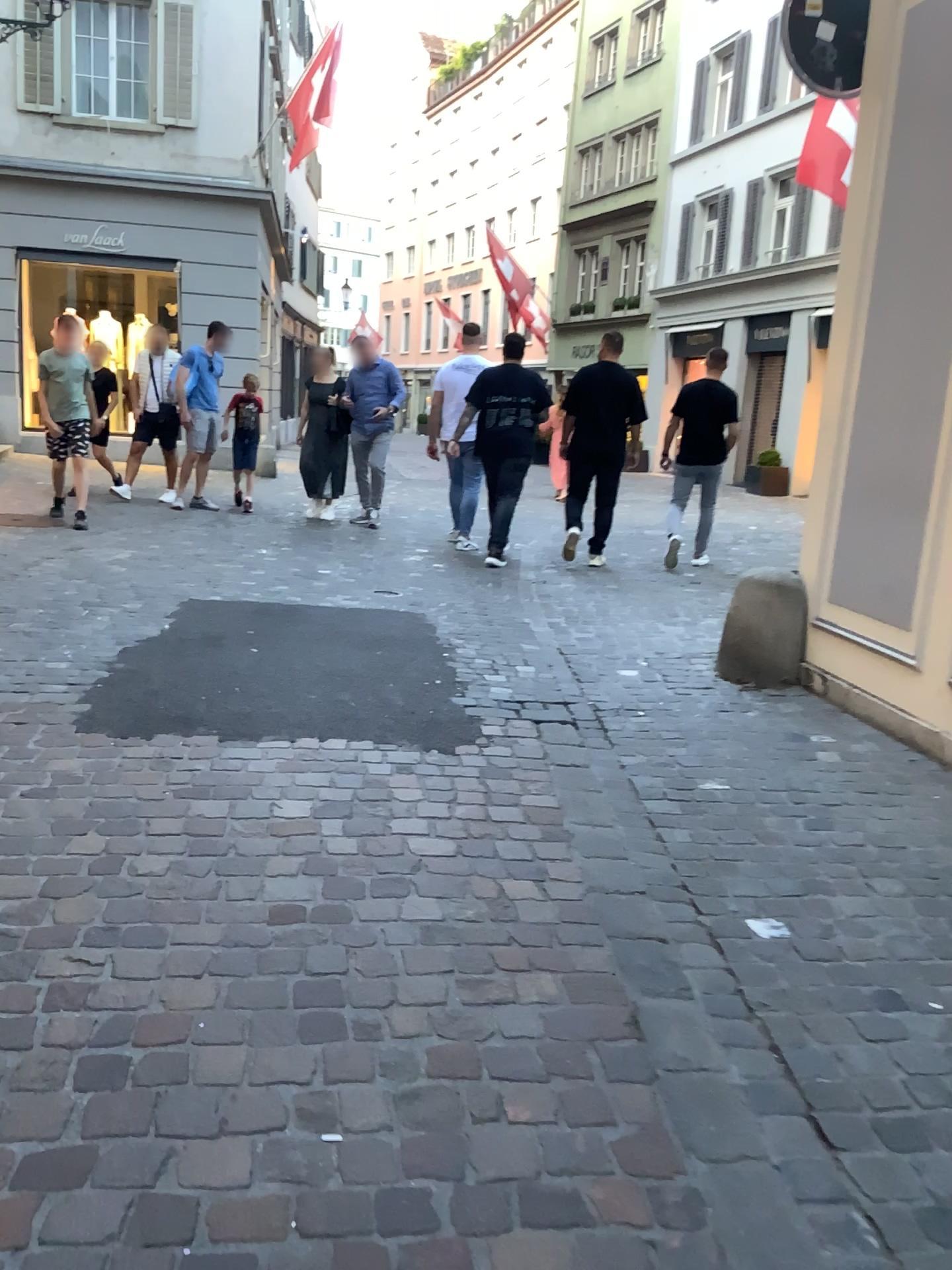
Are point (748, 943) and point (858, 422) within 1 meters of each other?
no
